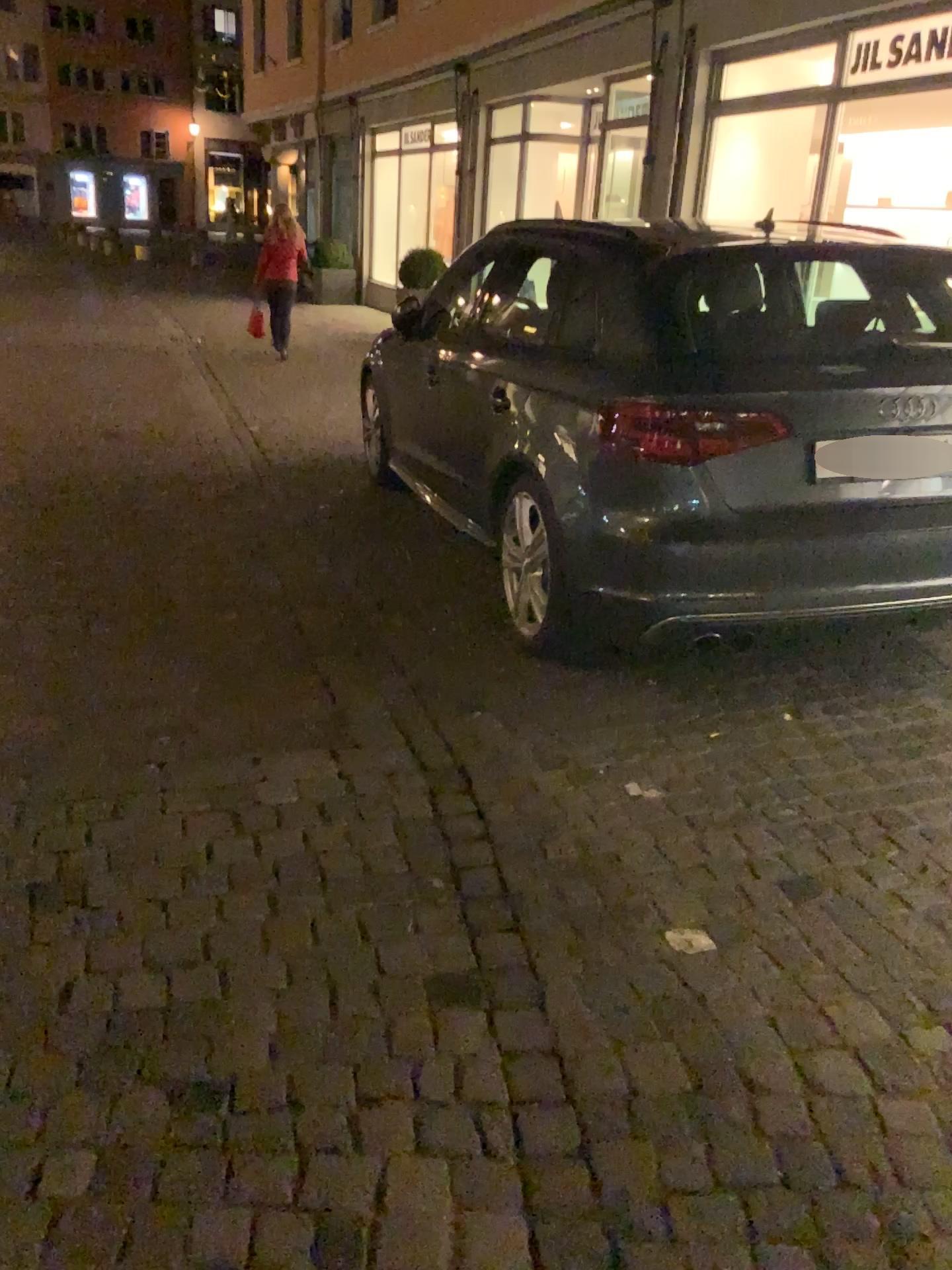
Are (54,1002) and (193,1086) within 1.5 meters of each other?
yes
